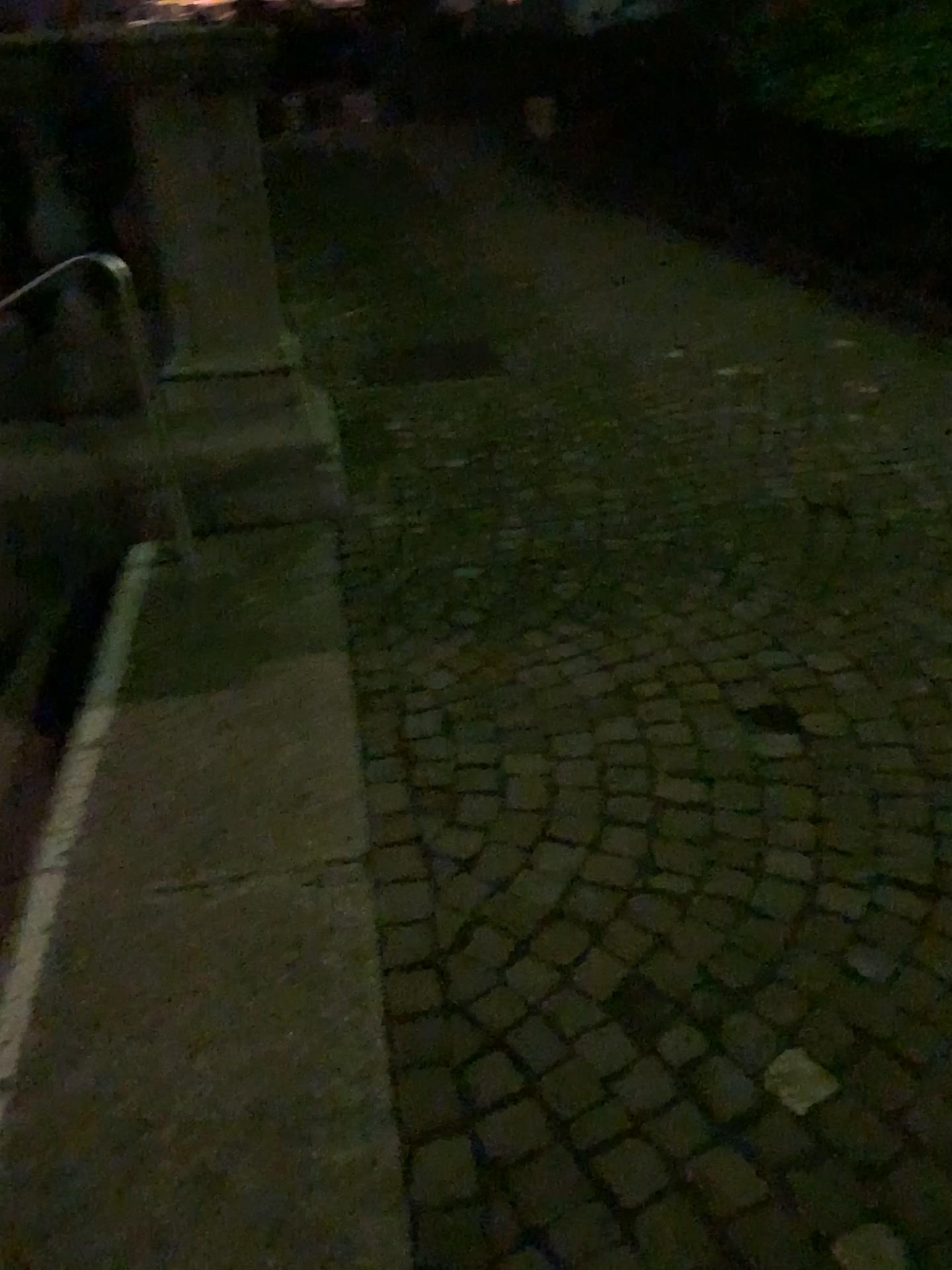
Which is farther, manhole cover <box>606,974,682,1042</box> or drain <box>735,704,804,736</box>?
drain <box>735,704,804,736</box>

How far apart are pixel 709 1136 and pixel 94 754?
1.6m

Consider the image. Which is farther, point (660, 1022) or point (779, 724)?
point (779, 724)
